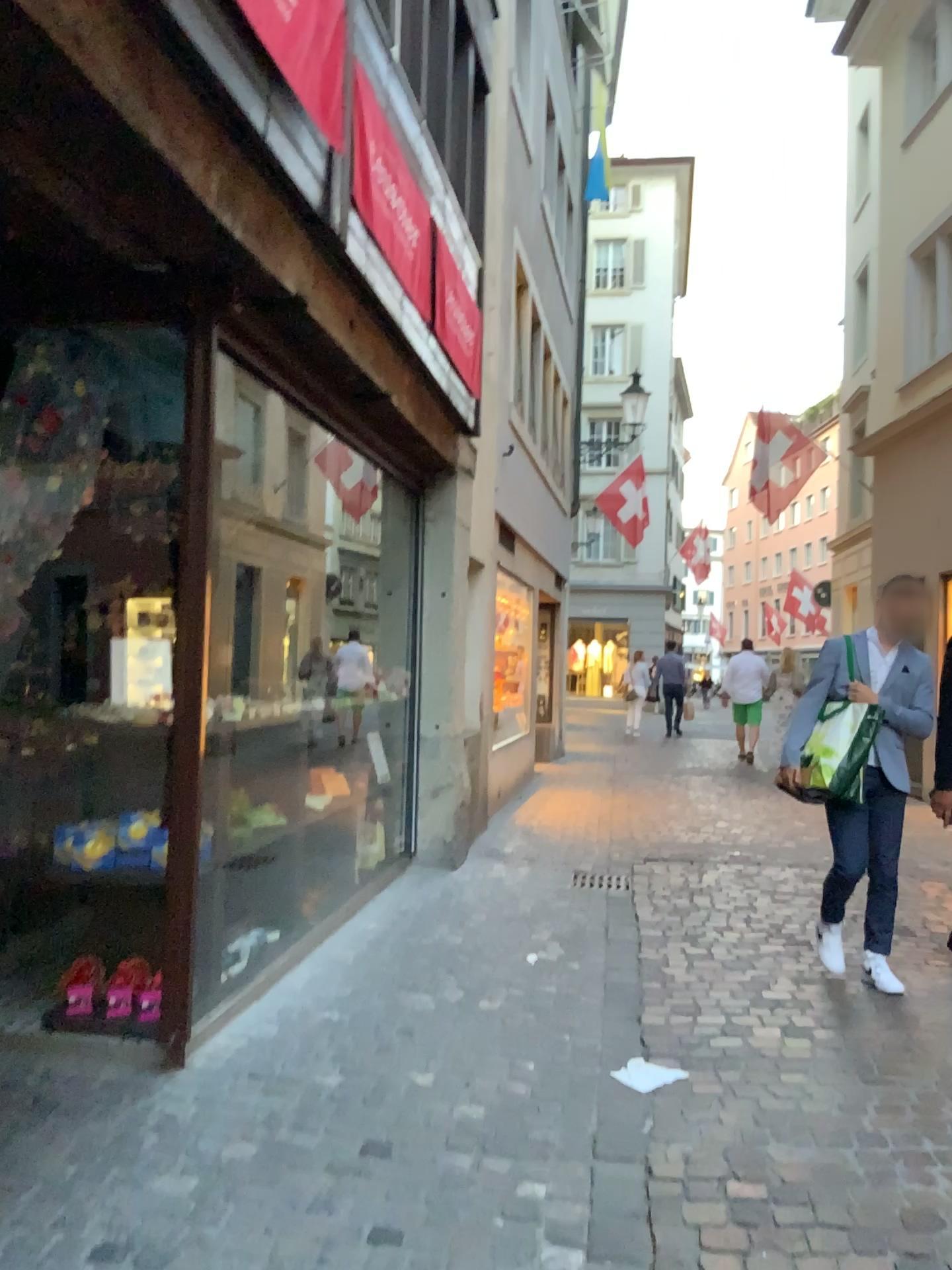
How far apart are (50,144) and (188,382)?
1.0m
